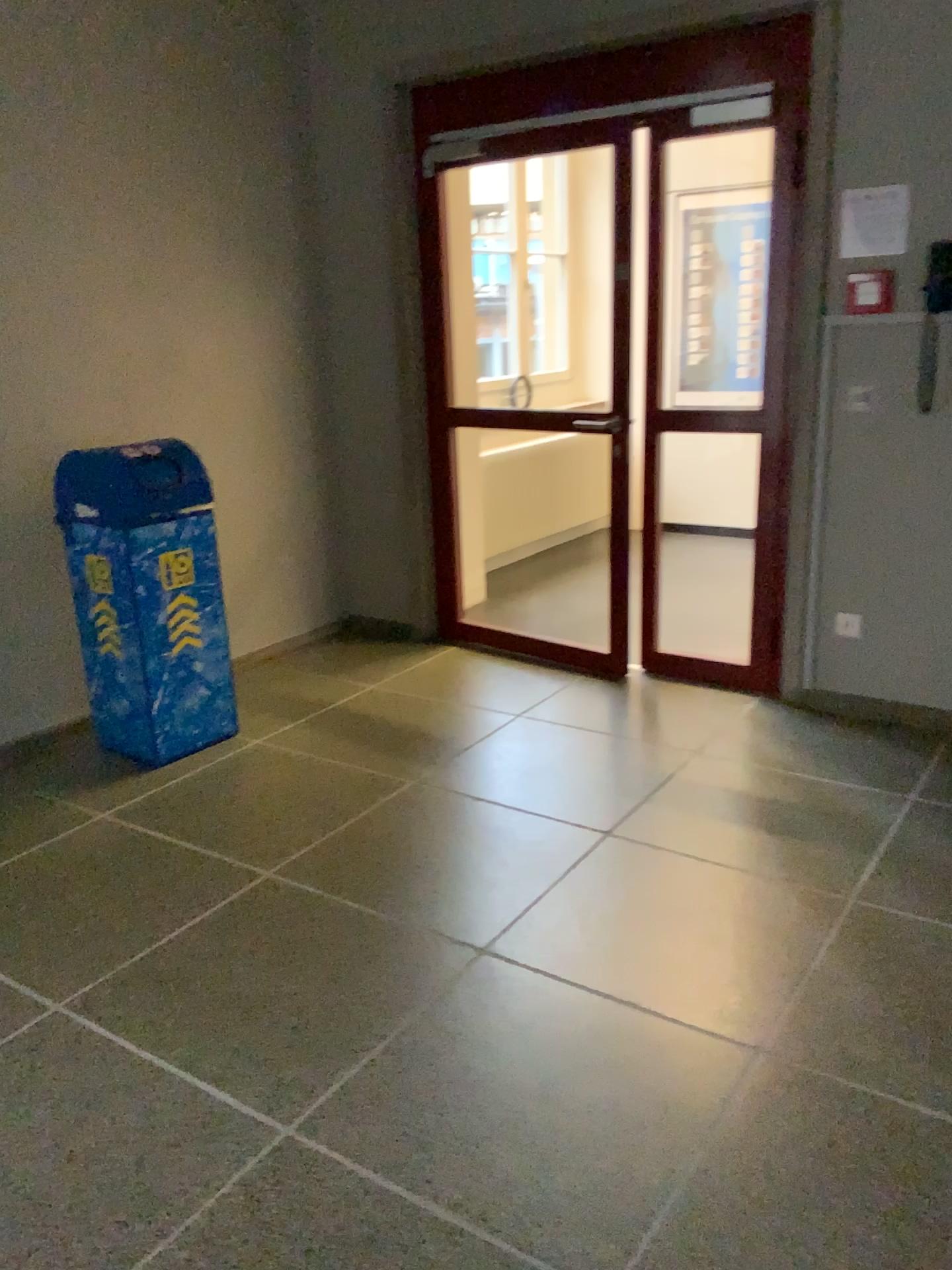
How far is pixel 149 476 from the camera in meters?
3.5 m

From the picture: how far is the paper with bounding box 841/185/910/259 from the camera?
3.4 meters

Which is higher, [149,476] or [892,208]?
[892,208]

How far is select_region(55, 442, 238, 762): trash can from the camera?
3.5 meters

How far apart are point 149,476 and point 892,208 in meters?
2.6

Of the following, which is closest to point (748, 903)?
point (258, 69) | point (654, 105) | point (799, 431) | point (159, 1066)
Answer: point (159, 1066)

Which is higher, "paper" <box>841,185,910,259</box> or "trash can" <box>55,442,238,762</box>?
"paper" <box>841,185,910,259</box>

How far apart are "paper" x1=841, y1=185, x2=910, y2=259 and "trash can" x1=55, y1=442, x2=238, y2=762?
2.35m
